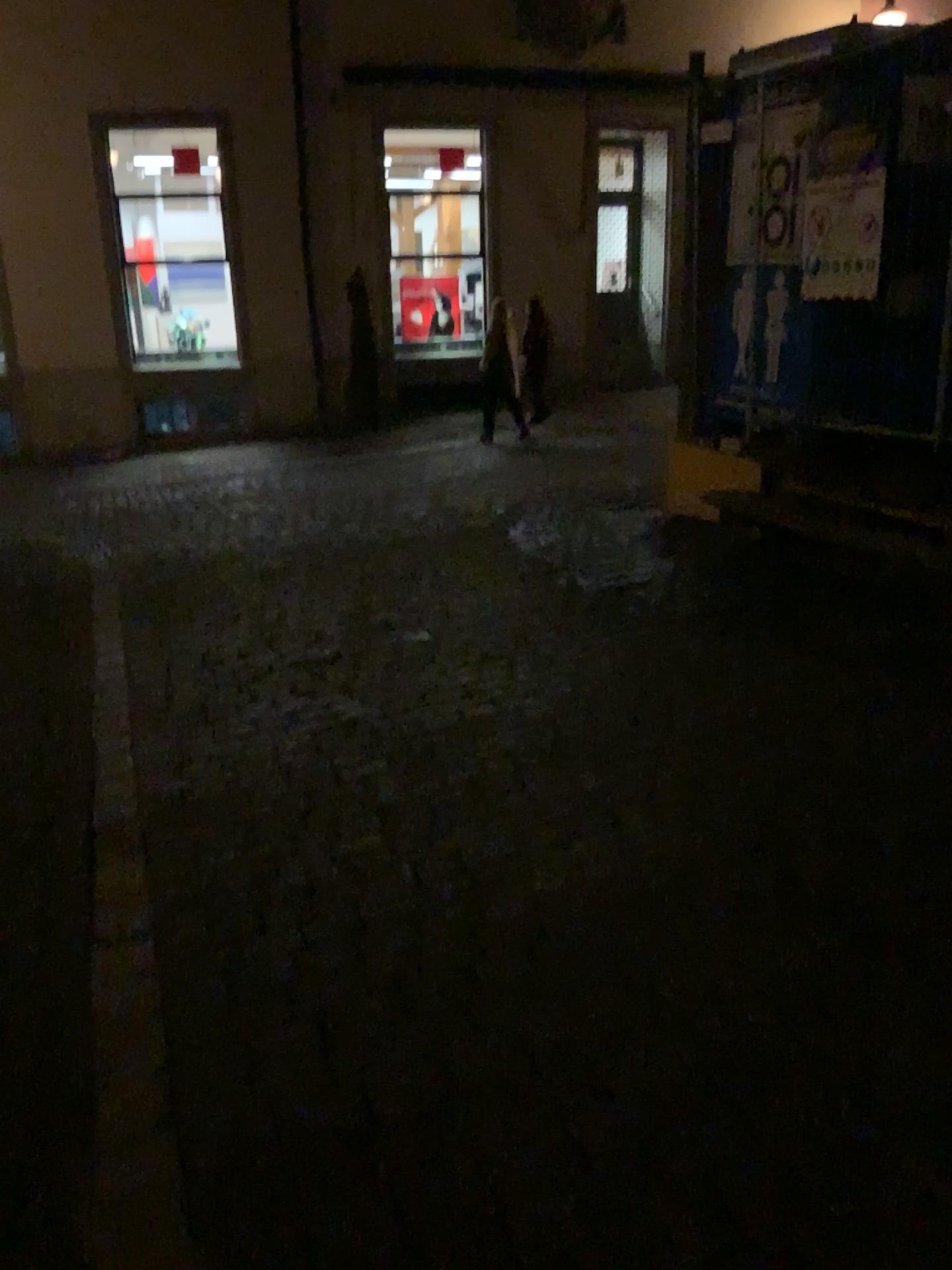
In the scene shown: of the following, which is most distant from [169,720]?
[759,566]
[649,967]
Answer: [759,566]
